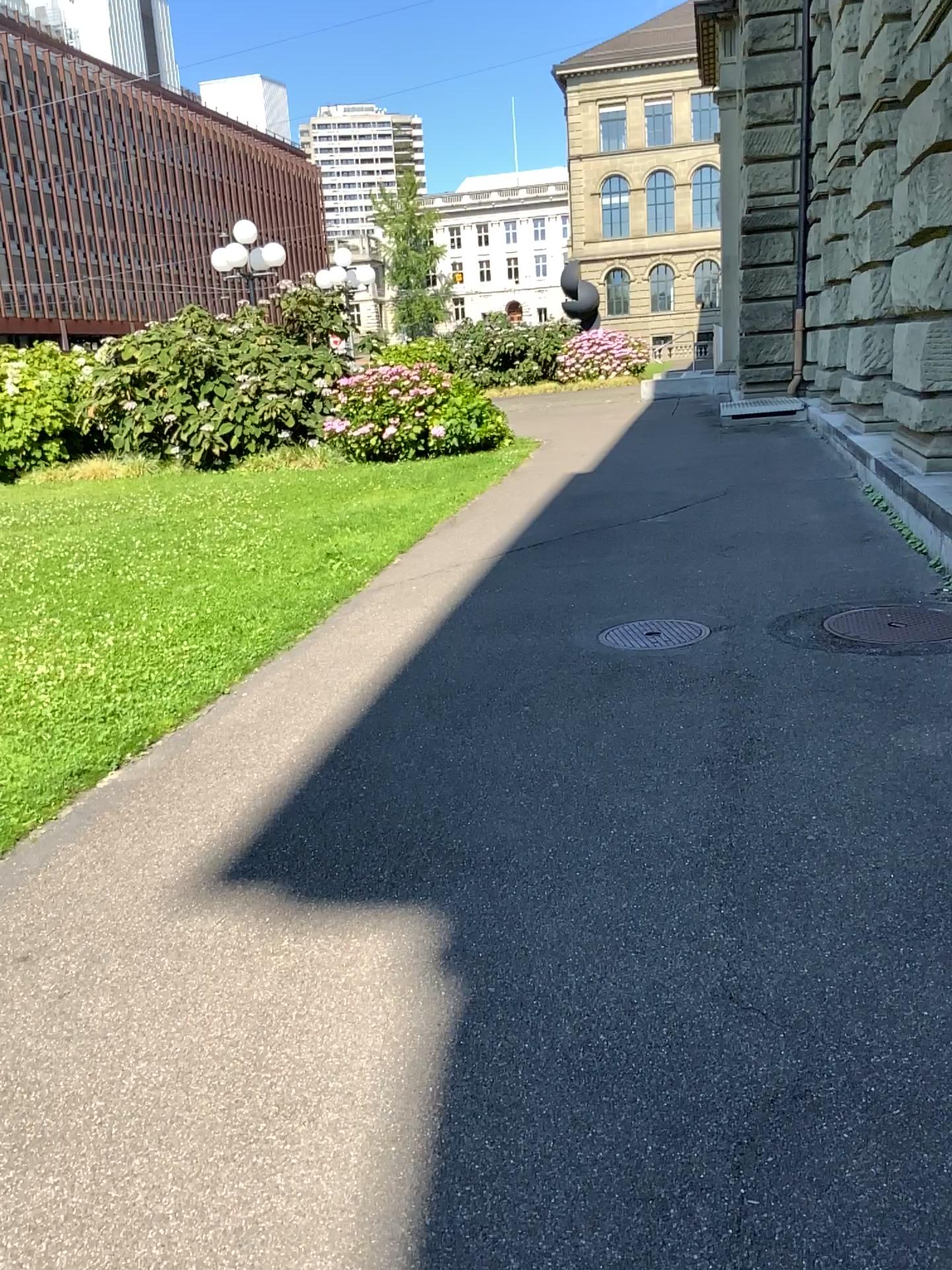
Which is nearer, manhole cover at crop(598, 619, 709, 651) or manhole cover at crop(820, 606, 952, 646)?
manhole cover at crop(820, 606, 952, 646)

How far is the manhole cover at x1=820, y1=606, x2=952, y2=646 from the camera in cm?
477

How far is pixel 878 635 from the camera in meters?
4.8

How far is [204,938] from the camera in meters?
2.8

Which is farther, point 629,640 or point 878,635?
point 629,640
